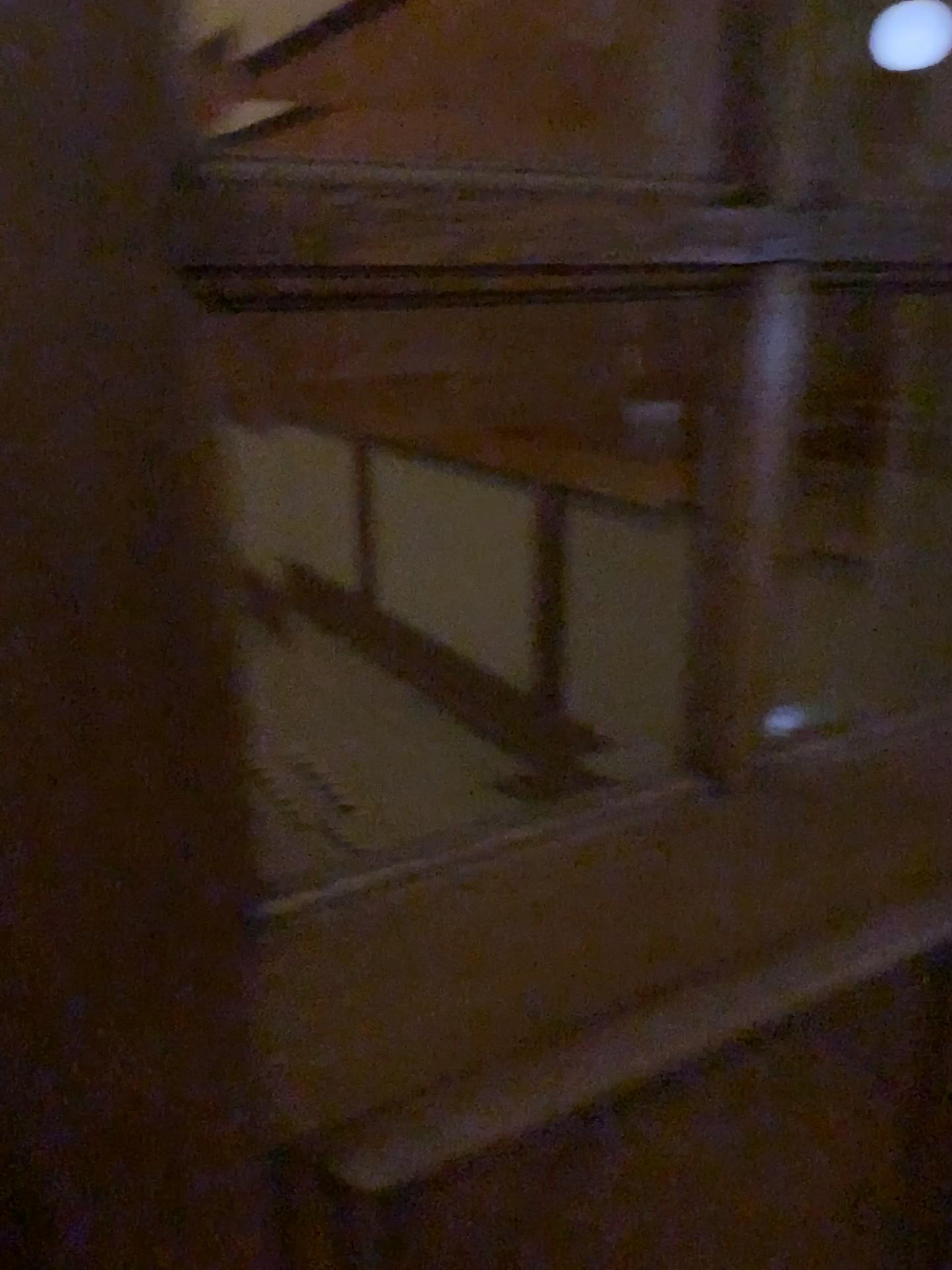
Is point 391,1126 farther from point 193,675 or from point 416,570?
point 416,570

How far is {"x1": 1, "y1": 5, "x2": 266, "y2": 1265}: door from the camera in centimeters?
43cm

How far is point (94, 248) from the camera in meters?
0.4 m
